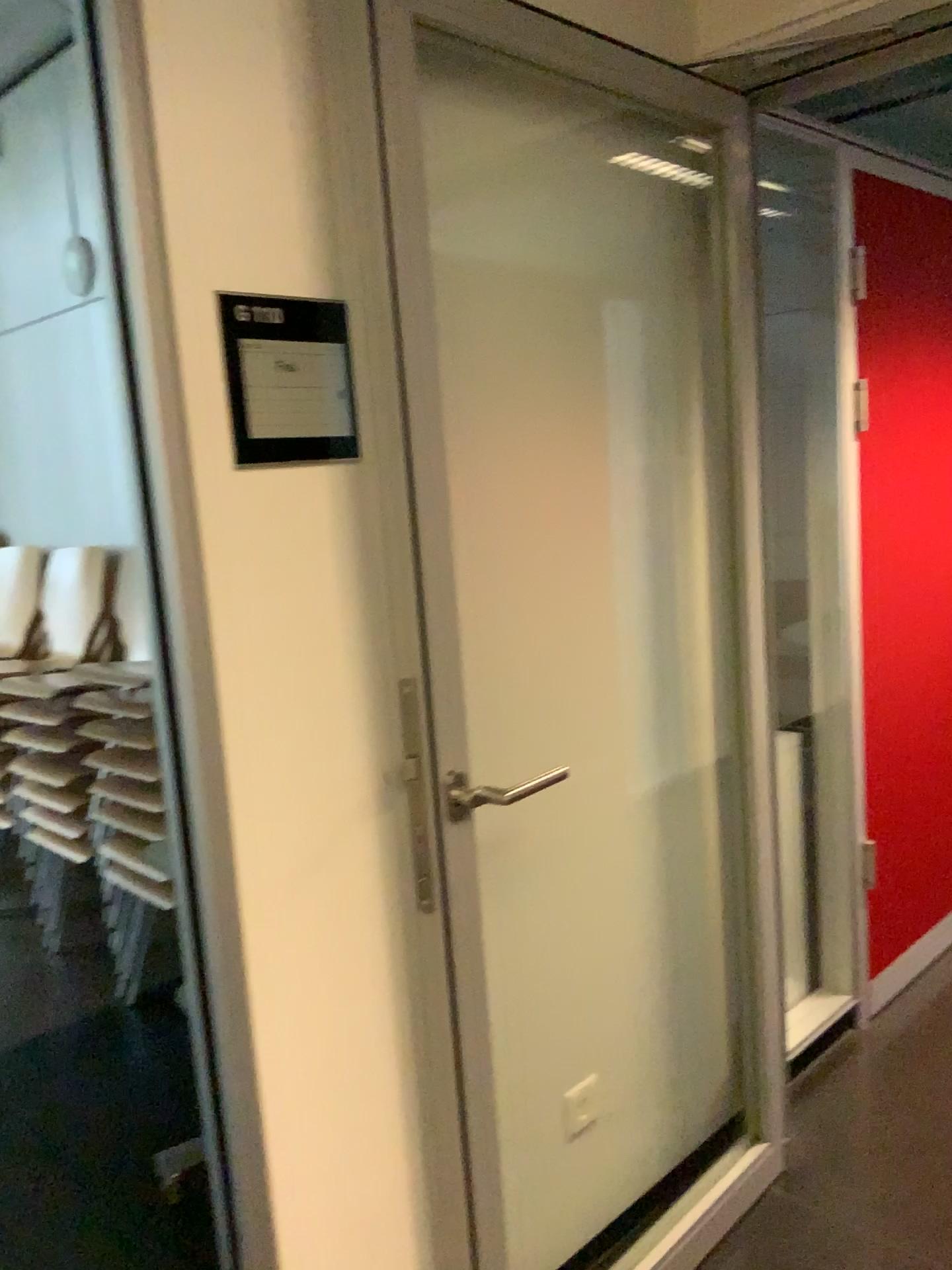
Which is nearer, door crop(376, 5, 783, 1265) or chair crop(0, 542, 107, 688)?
door crop(376, 5, 783, 1265)

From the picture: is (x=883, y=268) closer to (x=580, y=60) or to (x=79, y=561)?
(x=580, y=60)

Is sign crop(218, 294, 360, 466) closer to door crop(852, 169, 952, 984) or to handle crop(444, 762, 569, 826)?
handle crop(444, 762, 569, 826)

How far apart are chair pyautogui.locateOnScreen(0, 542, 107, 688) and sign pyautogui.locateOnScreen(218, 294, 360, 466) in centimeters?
165cm

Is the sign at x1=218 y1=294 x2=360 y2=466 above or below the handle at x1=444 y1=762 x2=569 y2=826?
above

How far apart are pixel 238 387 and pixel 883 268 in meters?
2.0 m

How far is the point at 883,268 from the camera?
2.65m

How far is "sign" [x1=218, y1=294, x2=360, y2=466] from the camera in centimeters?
133cm

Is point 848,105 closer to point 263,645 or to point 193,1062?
point 263,645

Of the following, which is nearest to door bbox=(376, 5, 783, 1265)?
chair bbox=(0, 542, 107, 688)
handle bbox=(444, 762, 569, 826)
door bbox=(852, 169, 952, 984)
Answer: handle bbox=(444, 762, 569, 826)
